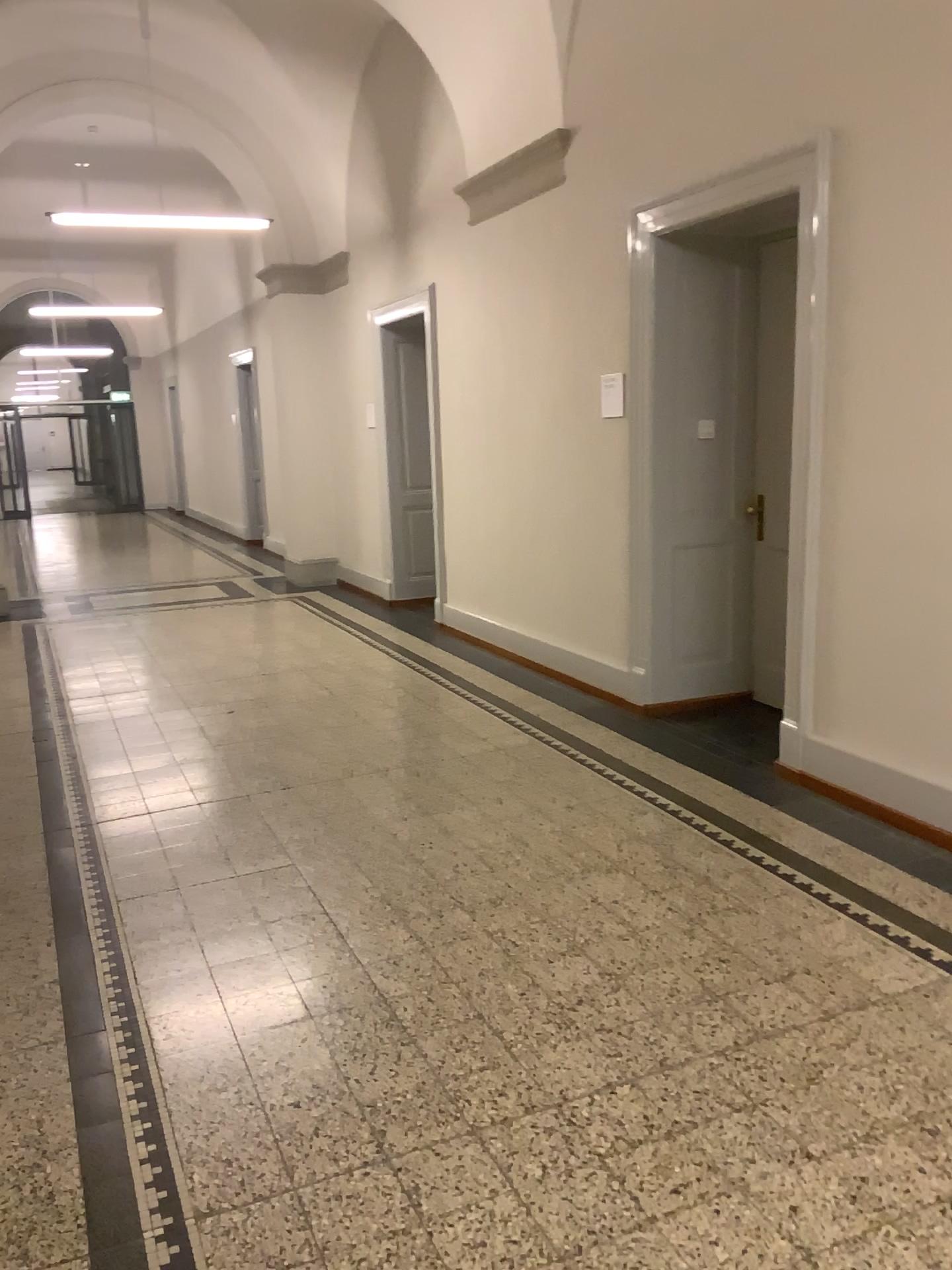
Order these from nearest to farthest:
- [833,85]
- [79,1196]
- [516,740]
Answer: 1. [79,1196]
2. [833,85]
3. [516,740]
